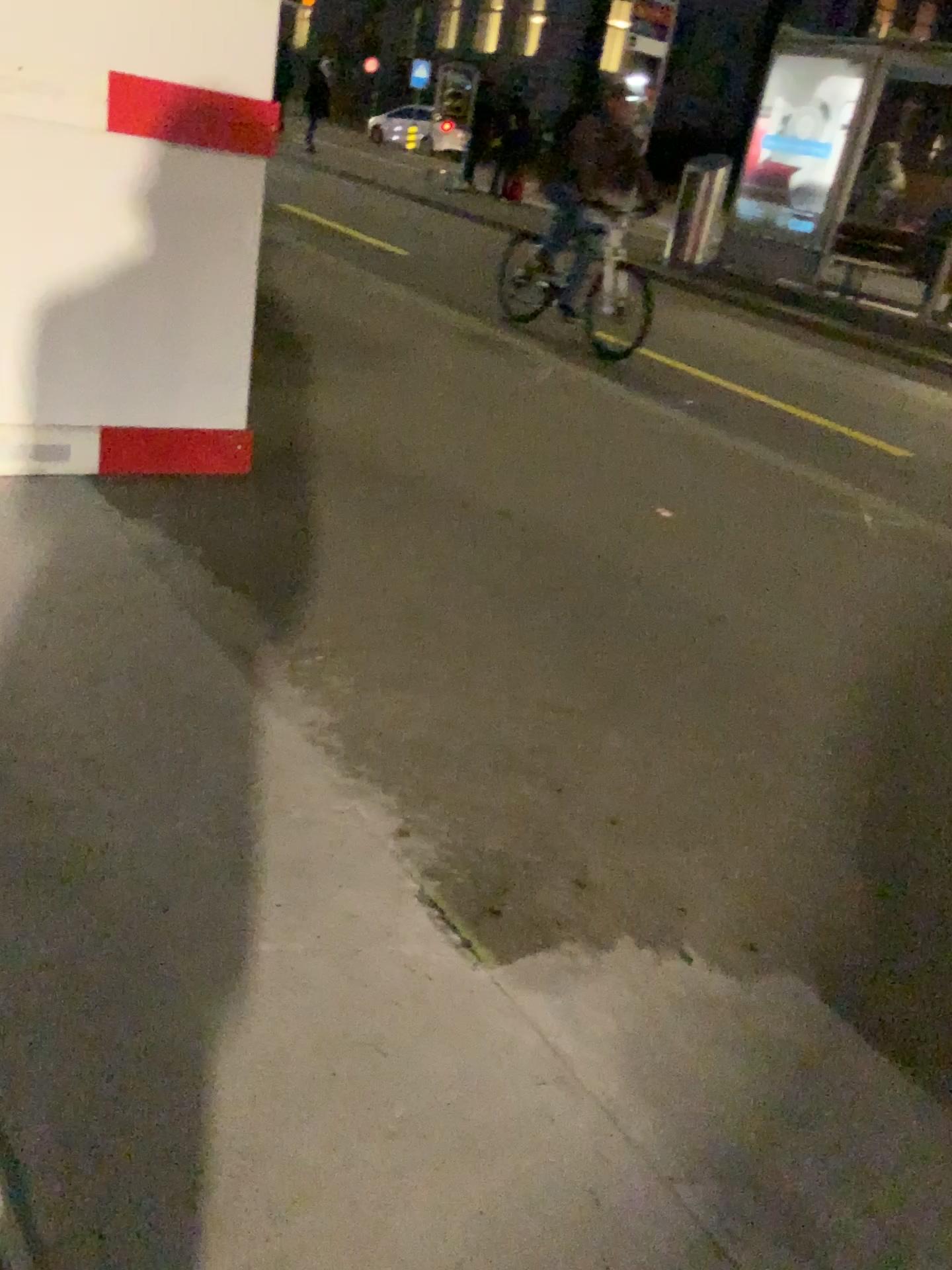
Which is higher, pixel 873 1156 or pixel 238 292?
pixel 238 292
